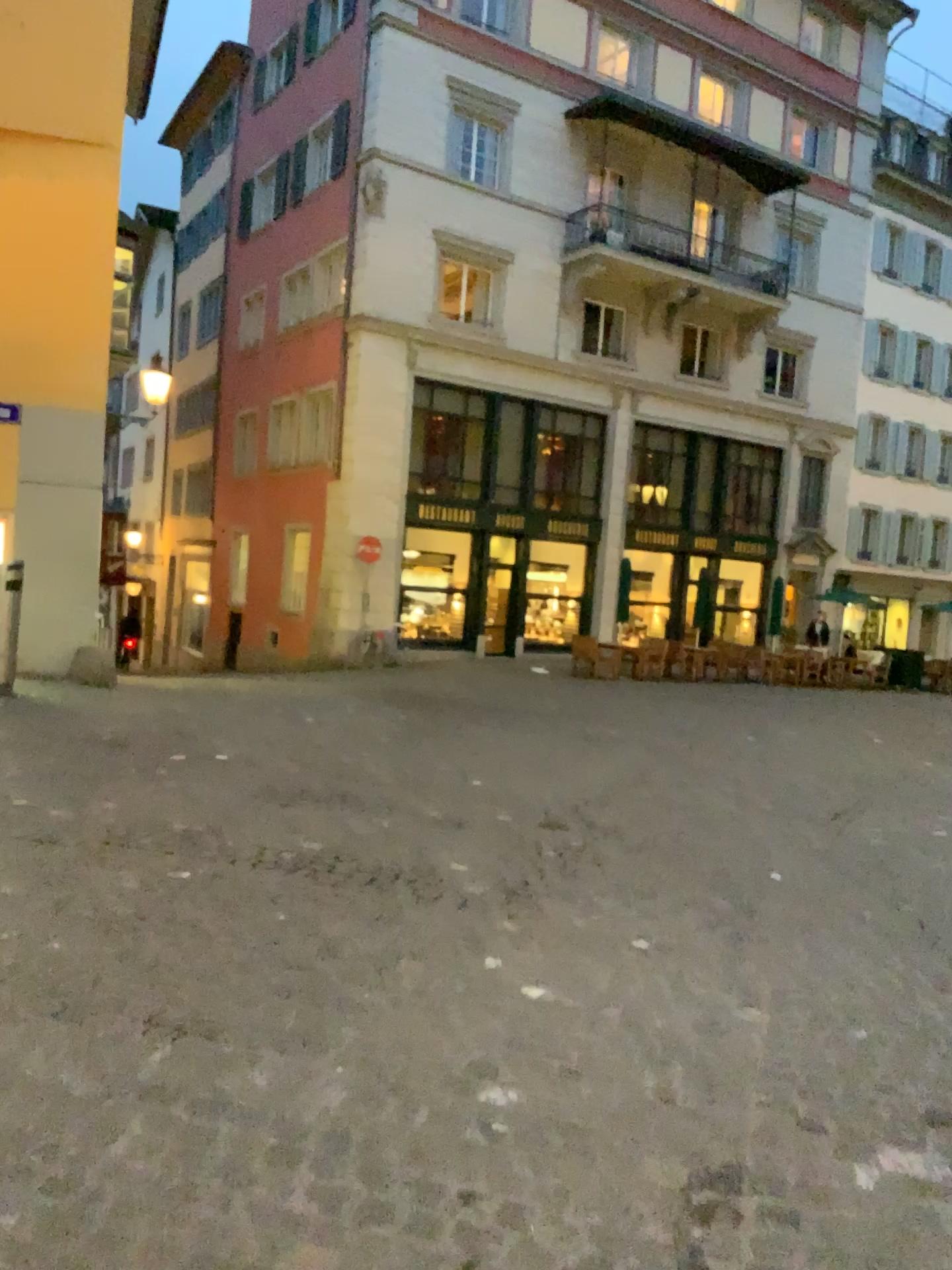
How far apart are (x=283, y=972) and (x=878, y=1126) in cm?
177
